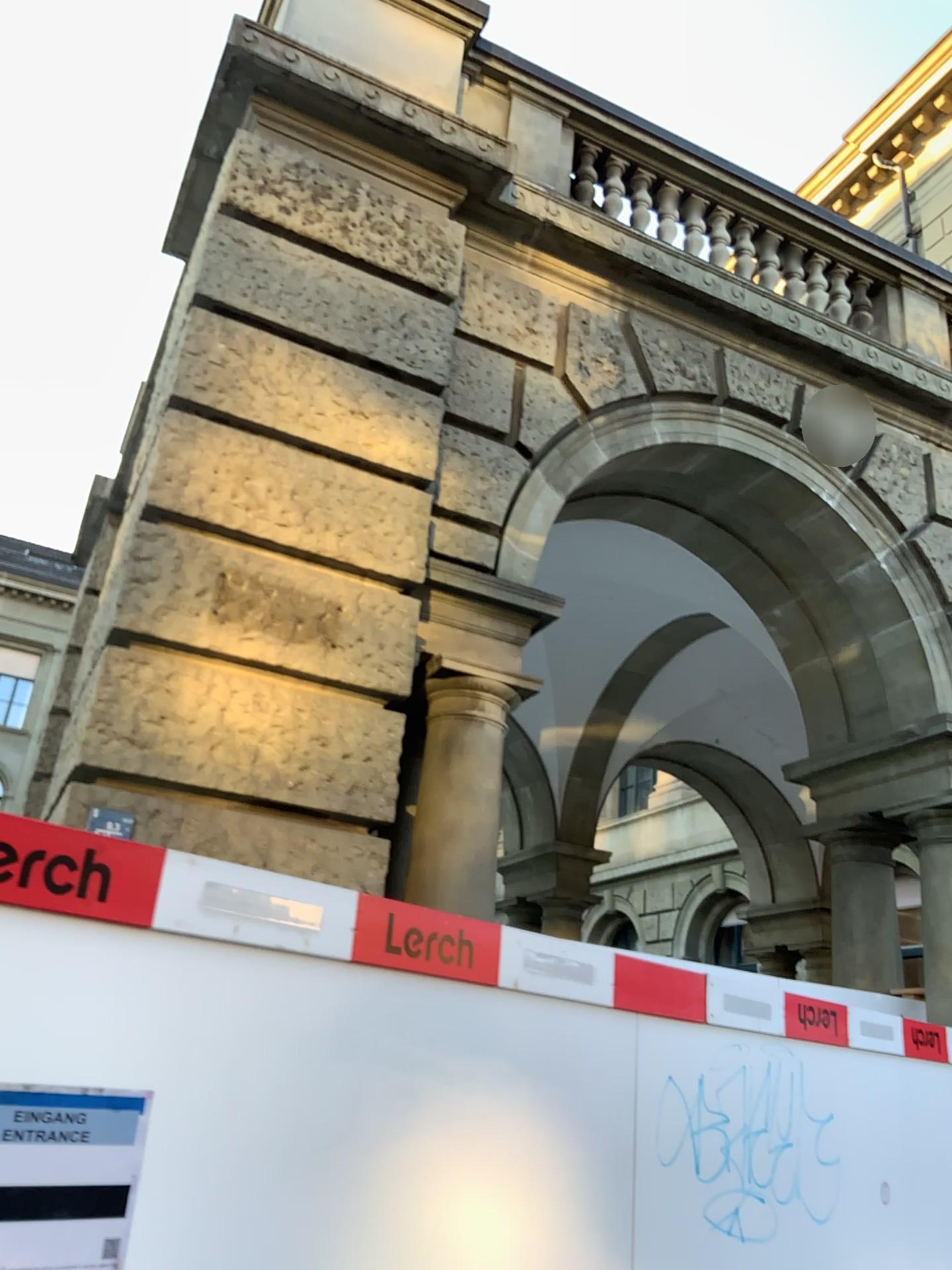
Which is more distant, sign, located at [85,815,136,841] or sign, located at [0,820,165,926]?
sign, located at [85,815,136,841]

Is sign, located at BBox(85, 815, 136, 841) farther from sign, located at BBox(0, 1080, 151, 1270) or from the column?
sign, located at BBox(0, 1080, 151, 1270)

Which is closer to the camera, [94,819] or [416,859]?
[94,819]

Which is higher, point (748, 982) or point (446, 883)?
point (446, 883)

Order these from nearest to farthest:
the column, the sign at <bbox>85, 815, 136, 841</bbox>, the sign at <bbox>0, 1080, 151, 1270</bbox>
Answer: the sign at <bbox>0, 1080, 151, 1270</bbox> < the sign at <bbox>85, 815, 136, 841</bbox> < the column

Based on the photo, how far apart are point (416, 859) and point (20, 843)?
2.6m

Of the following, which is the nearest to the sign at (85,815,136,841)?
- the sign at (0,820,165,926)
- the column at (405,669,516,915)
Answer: the column at (405,669,516,915)

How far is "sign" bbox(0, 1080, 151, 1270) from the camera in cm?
173

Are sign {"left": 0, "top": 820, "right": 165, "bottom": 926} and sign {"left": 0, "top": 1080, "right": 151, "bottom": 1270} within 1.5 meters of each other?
yes

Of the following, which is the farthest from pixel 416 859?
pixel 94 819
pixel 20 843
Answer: pixel 20 843
